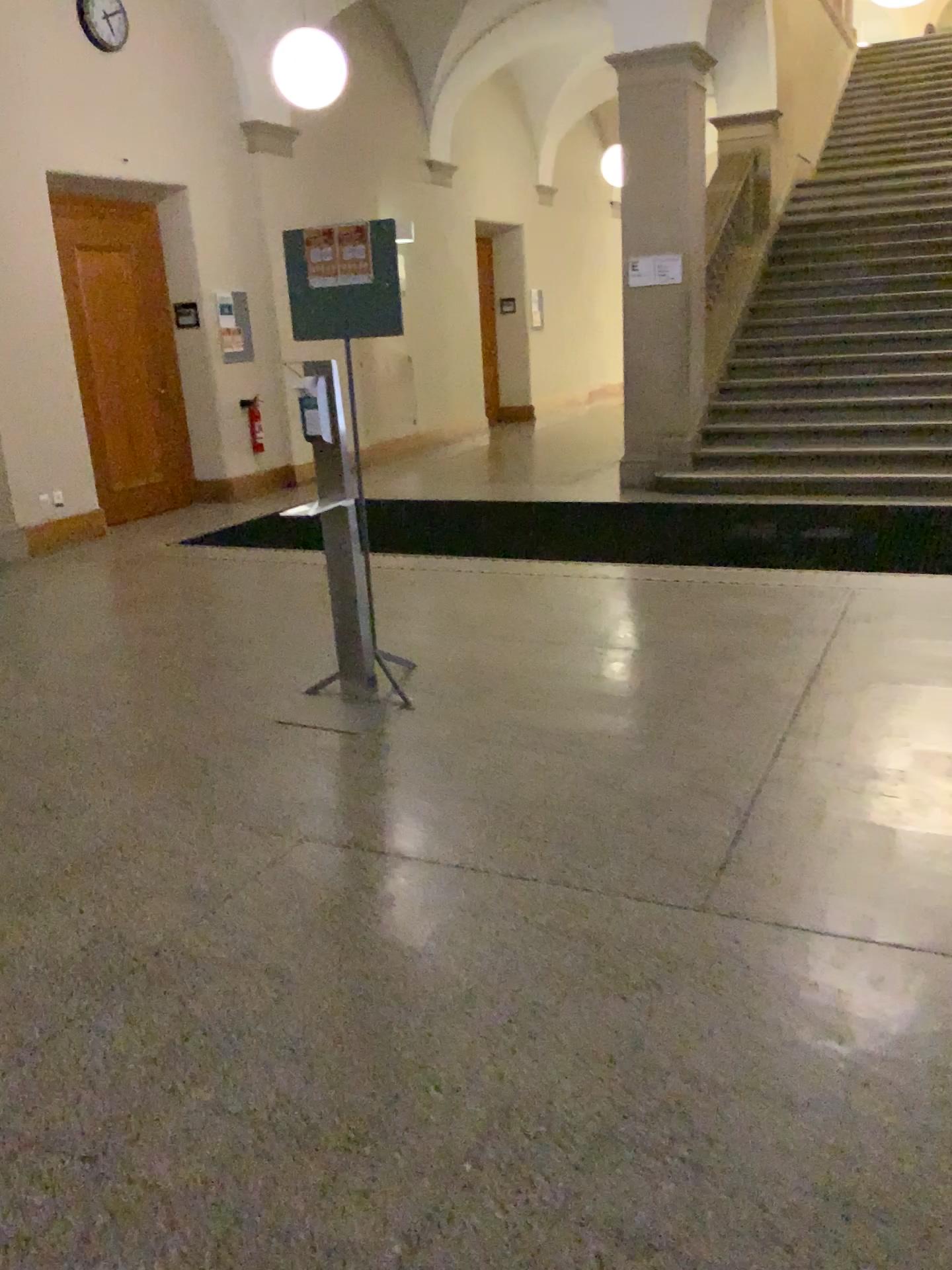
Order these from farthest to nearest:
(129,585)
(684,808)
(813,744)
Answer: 1. (129,585)
2. (813,744)
3. (684,808)
